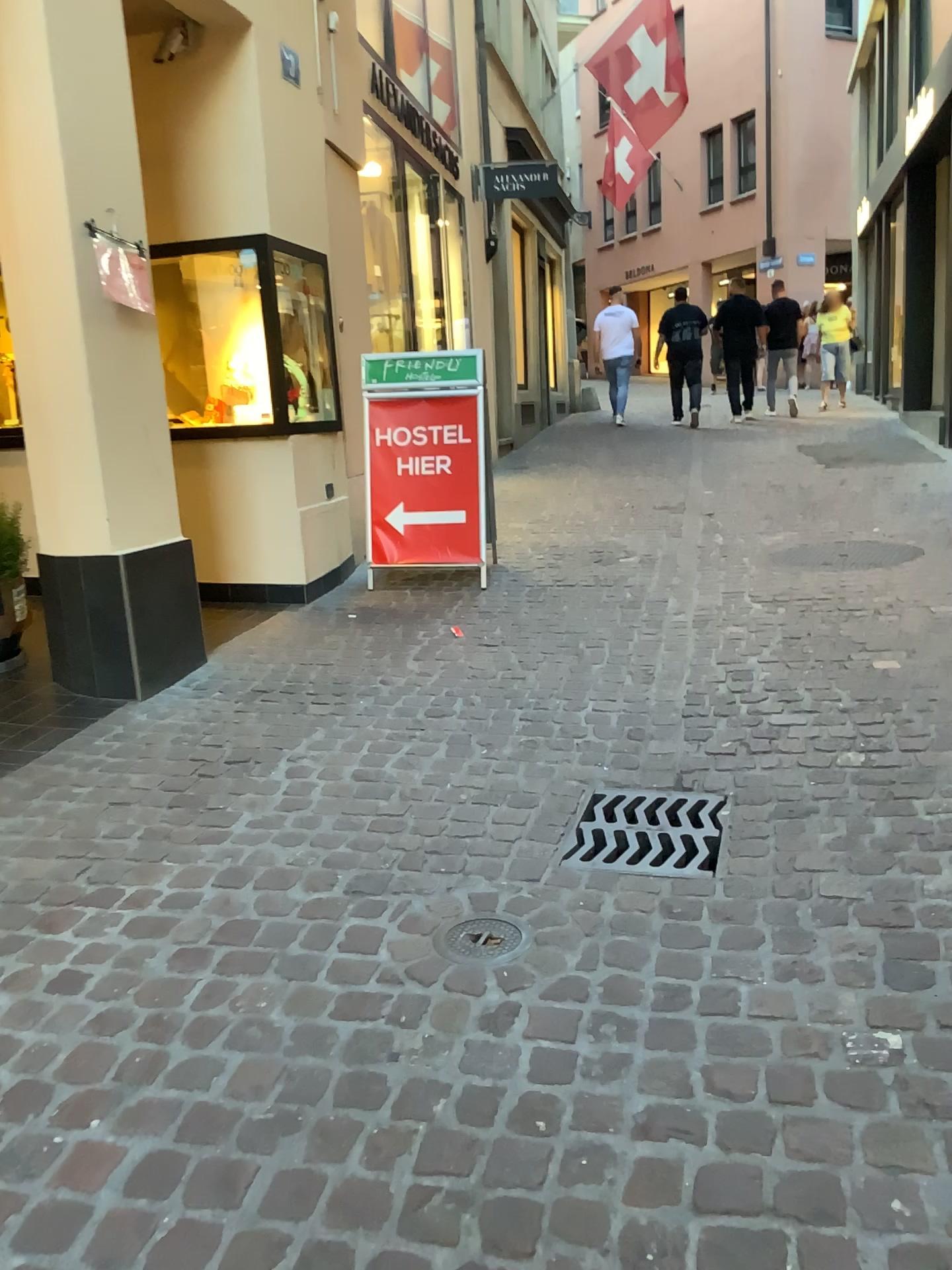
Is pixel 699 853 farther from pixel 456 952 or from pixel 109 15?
pixel 109 15

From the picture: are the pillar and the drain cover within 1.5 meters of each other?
no

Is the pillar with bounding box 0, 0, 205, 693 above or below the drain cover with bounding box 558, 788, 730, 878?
above

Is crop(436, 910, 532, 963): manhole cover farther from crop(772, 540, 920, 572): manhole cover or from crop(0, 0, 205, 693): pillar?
crop(772, 540, 920, 572): manhole cover

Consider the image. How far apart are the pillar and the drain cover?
1.80m

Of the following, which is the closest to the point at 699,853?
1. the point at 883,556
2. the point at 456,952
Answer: the point at 456,952

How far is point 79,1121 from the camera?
1.70m

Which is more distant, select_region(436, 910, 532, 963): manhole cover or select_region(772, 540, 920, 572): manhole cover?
select_region(772, 540, 920, 572): manhole cover

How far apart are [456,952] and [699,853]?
0.7m

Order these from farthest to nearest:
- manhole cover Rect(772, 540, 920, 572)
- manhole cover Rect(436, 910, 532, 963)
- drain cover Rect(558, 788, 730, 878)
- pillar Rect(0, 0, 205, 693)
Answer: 1. manhole cover Rect(772, 540, 920, 572)
2. pillar Rect(0, 0, 205, 693)
3. drain cover Rect(558, 788, 730, 878)
4. manhole cover Rect(436, 910, 532, 963)
